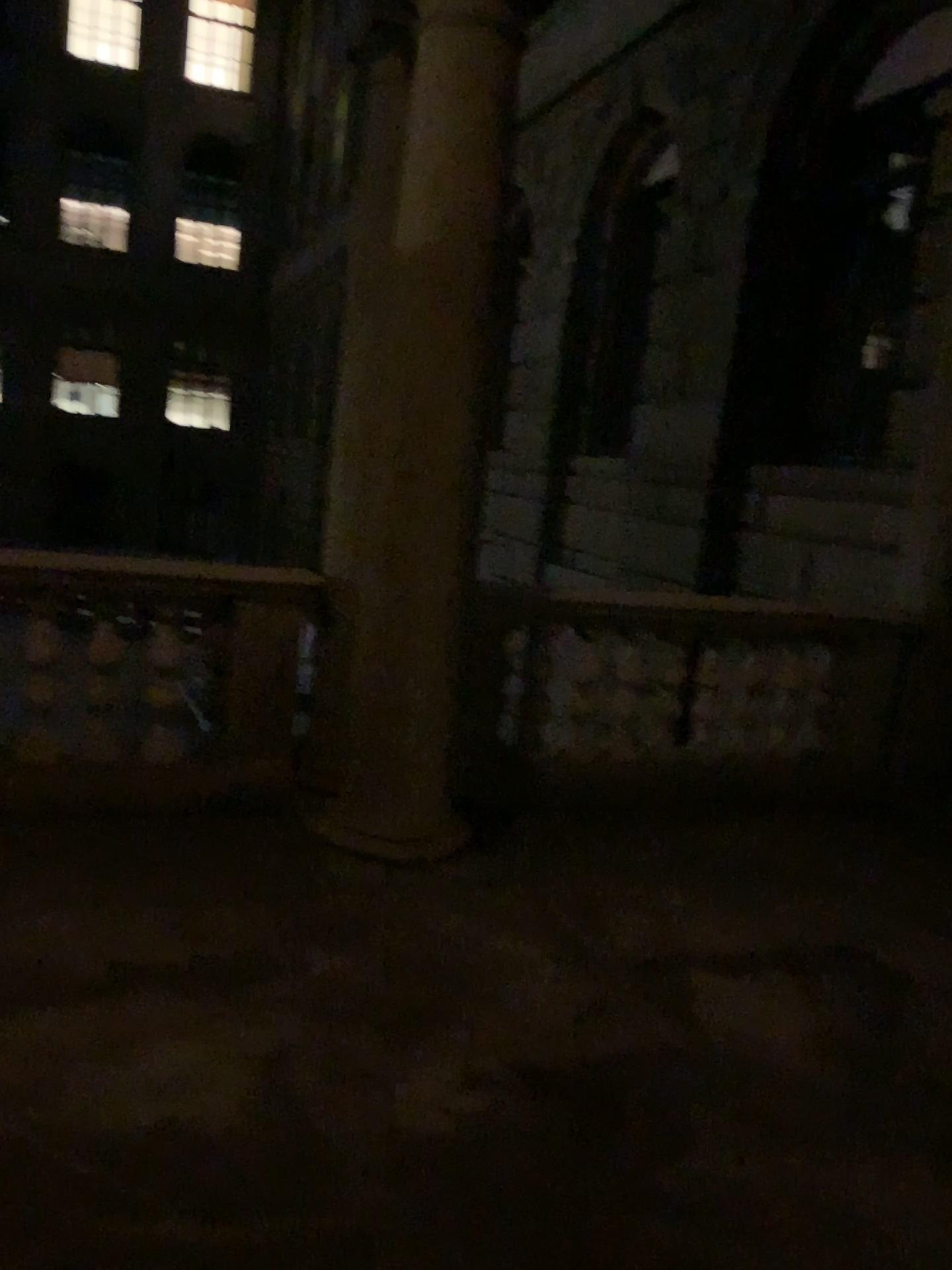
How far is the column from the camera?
3.50m

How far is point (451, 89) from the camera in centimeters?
350cm

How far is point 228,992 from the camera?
2.90m
